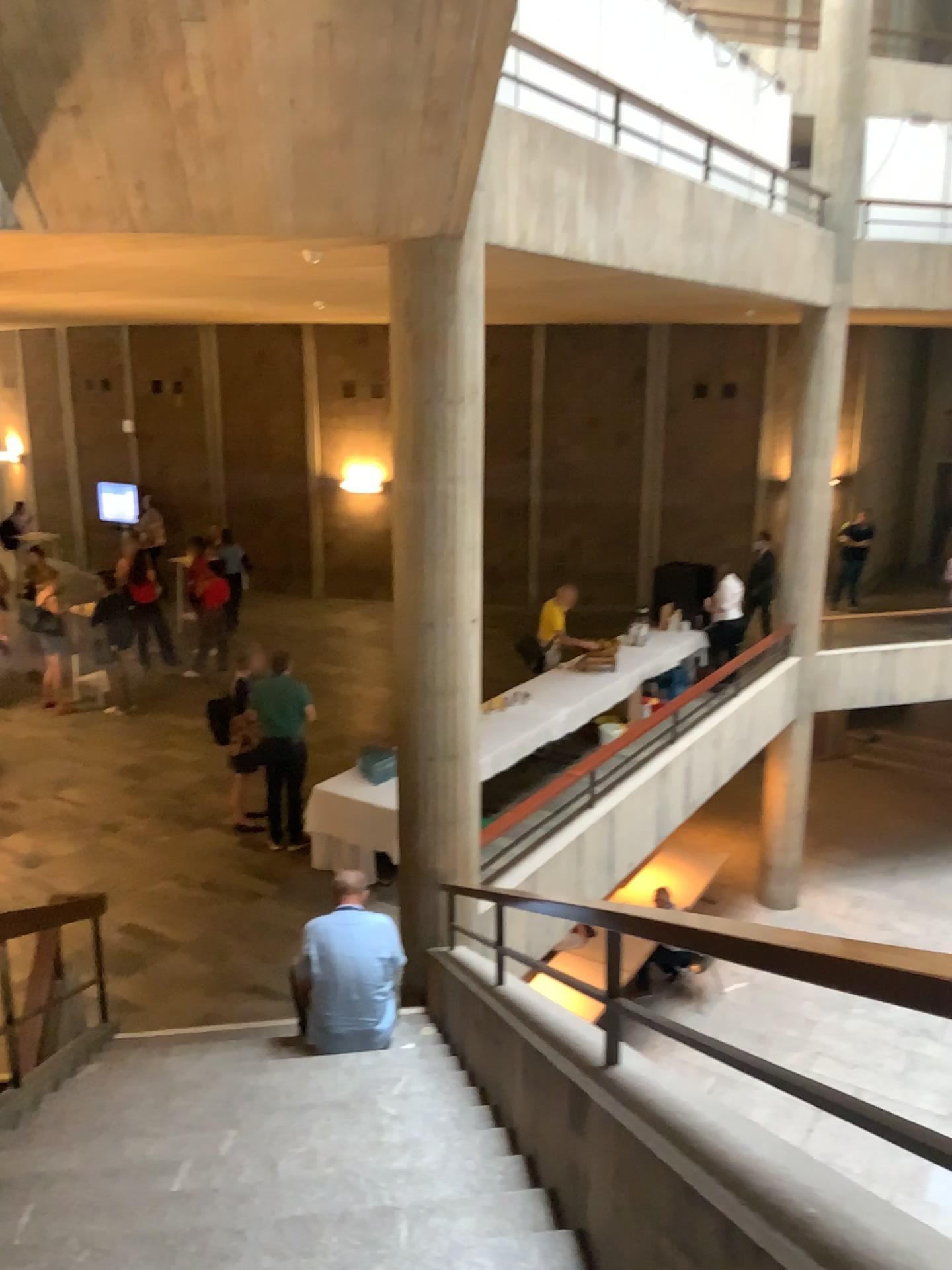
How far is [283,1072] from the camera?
4.8m
